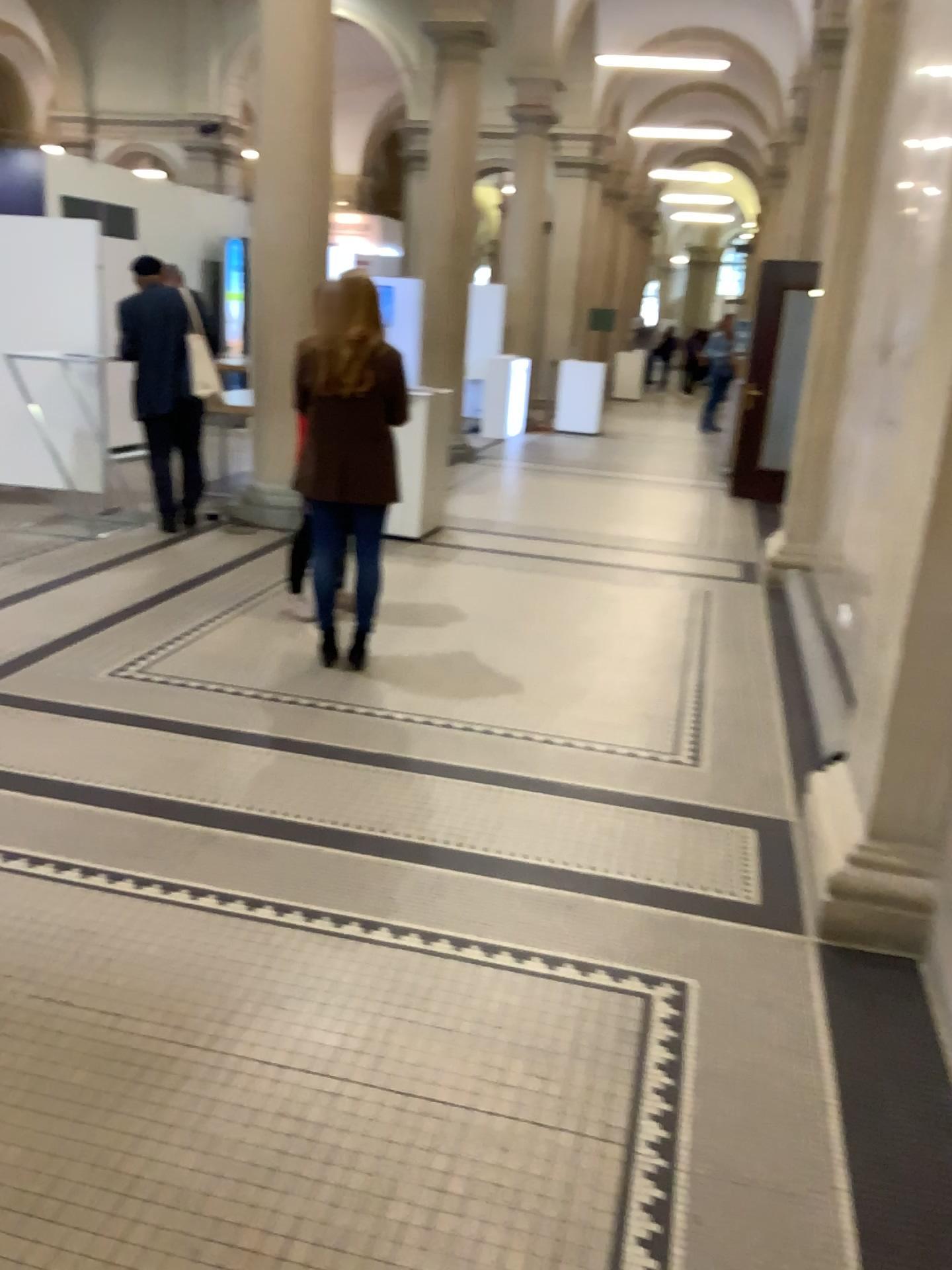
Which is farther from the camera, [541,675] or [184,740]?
[541,675]

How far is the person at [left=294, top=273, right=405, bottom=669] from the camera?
4.2m

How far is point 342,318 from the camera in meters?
4.2 m
